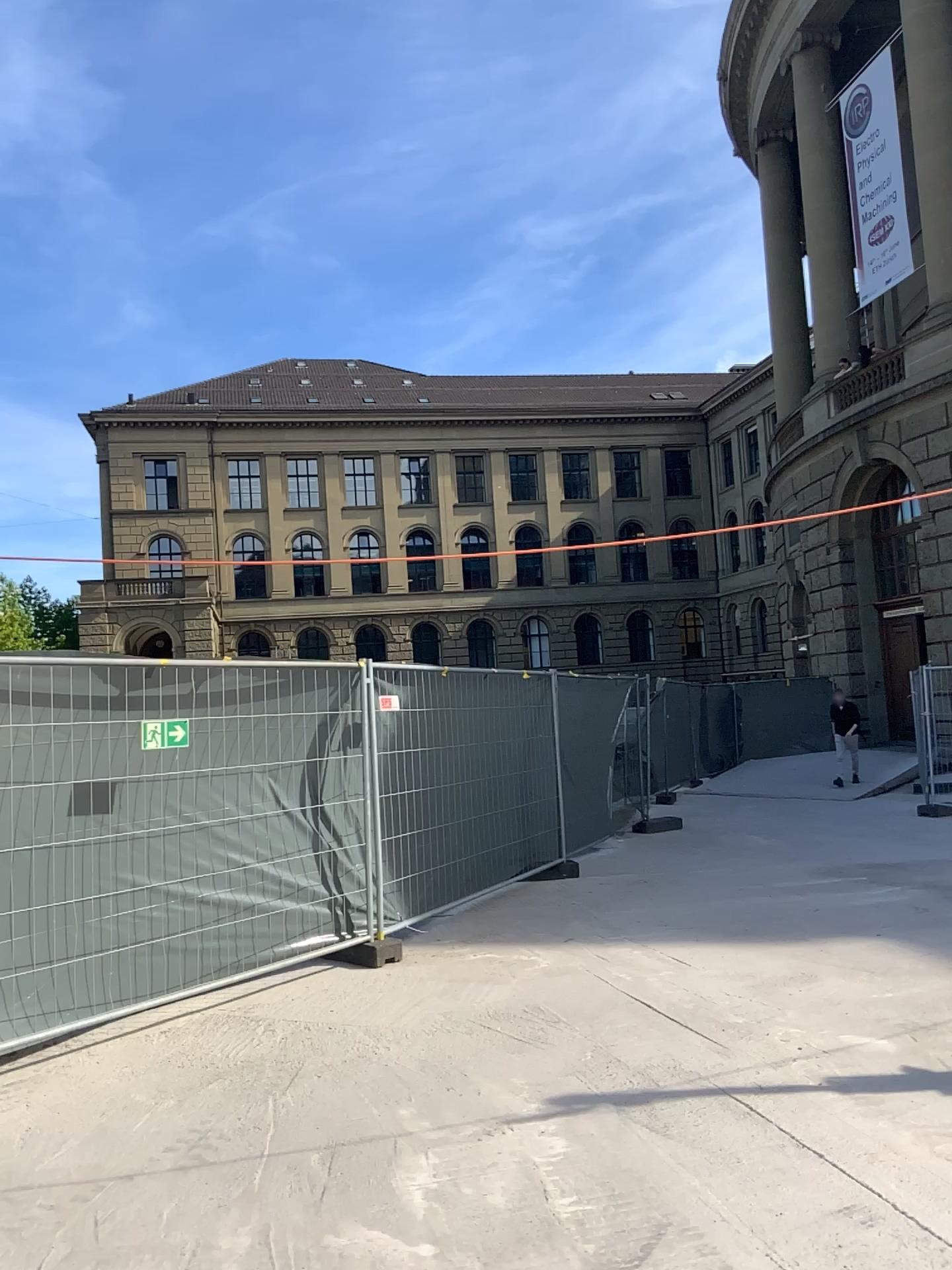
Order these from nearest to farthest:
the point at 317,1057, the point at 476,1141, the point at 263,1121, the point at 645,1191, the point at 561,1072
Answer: the point at 645,1191, the point at 476,1141, the point at 263,1121, the point at 561,1072, the point at 317,1057
